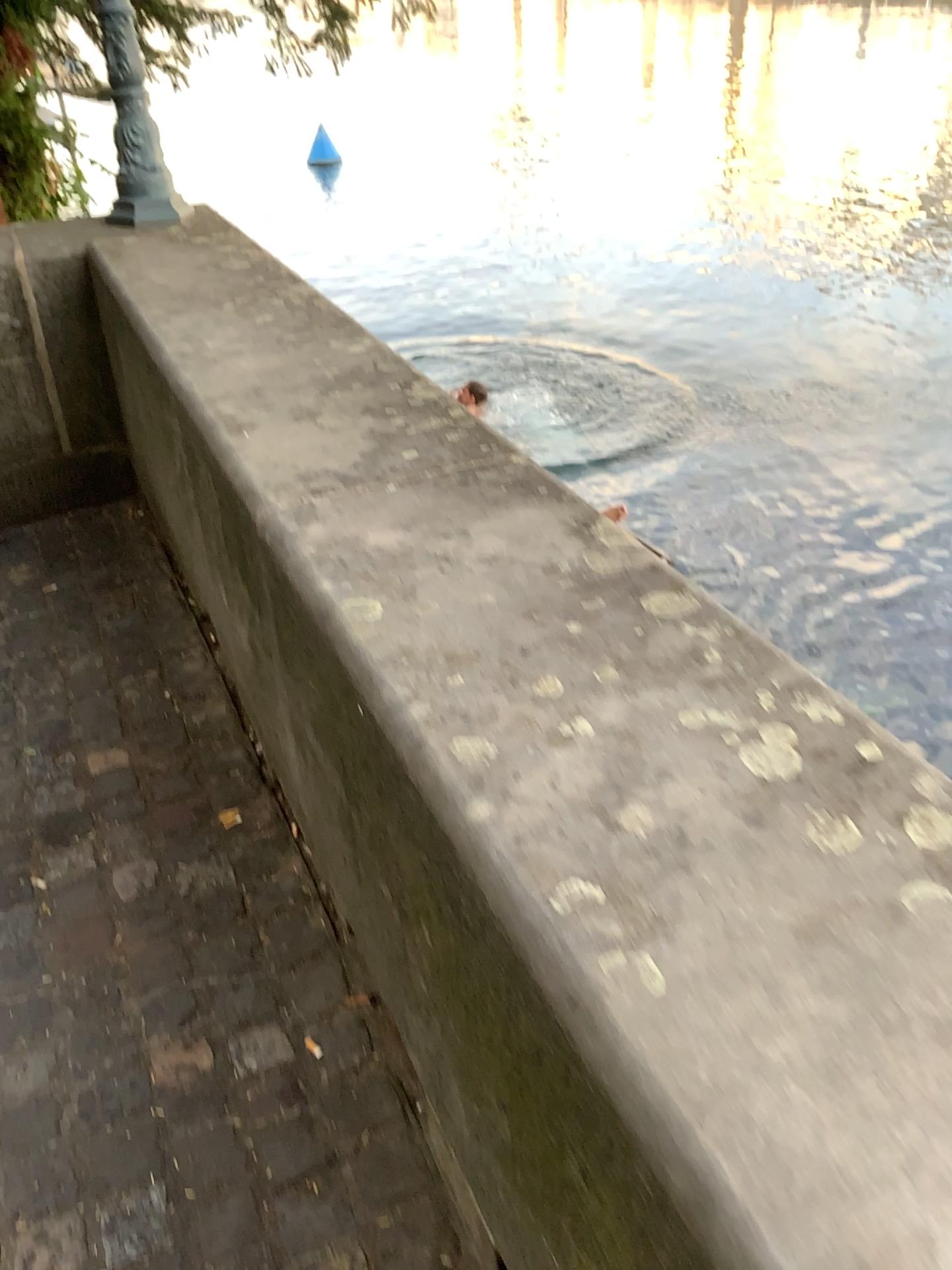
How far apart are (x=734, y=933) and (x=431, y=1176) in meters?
0.8
